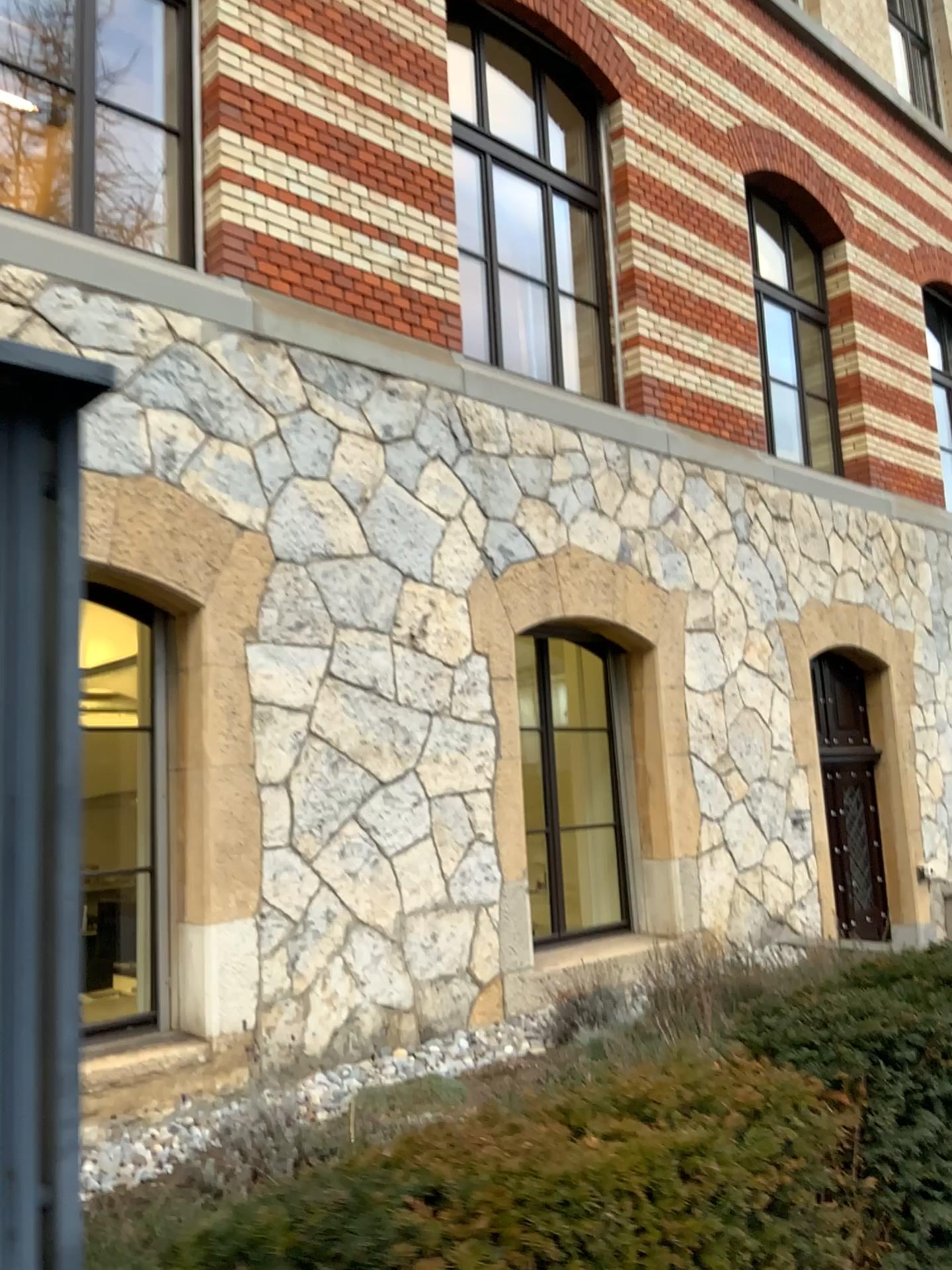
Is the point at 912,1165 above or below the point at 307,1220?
below

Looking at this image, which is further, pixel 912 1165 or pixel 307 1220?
pixel 912 1165

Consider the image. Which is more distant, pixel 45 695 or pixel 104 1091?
pixel 104 1091

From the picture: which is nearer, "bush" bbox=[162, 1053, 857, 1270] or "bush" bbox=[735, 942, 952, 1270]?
"bush" bbox=[162, 1053, 857, 1270]

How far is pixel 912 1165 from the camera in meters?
2.2 m

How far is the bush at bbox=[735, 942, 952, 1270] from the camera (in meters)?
2.16
